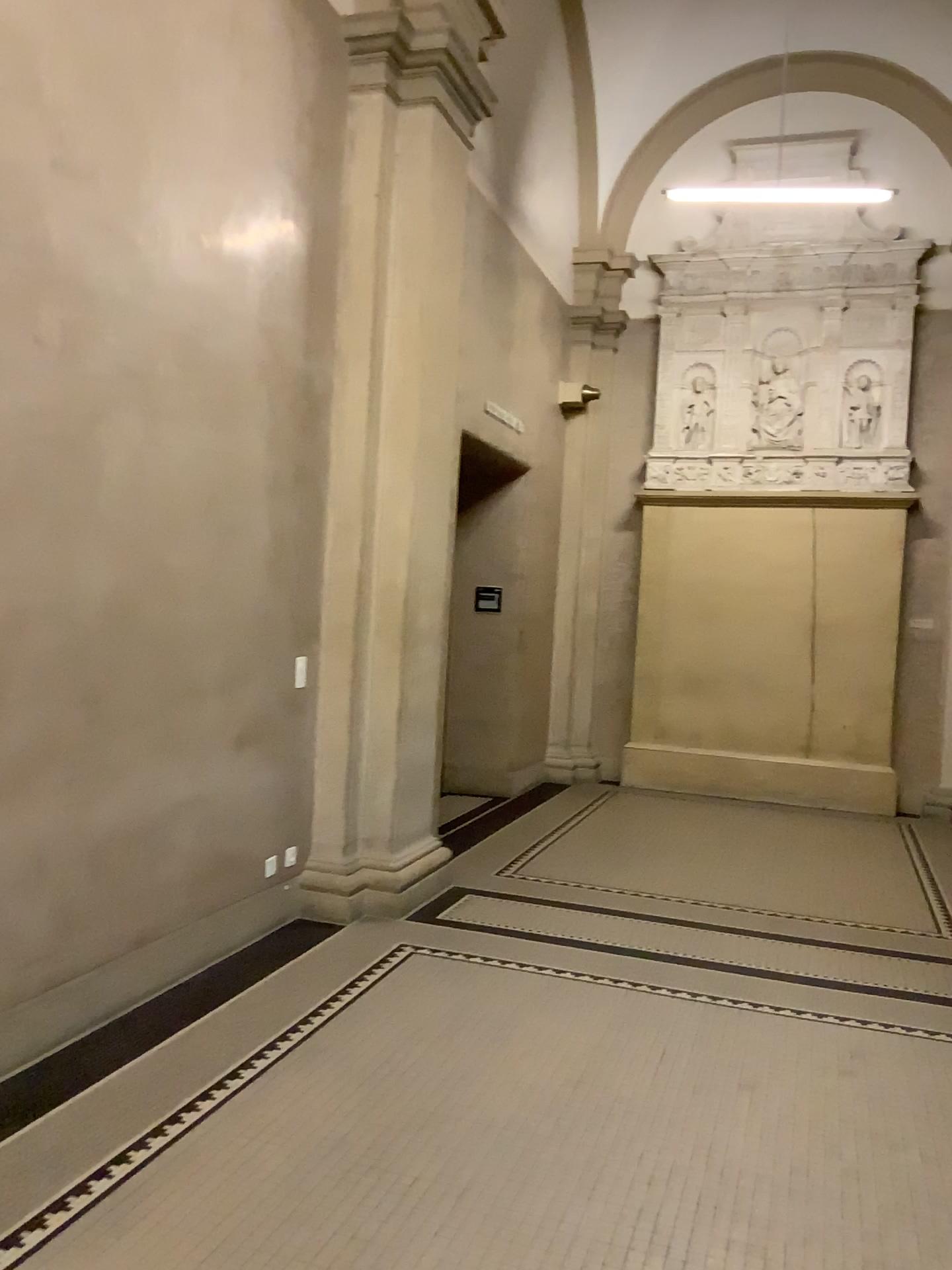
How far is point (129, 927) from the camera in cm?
377
